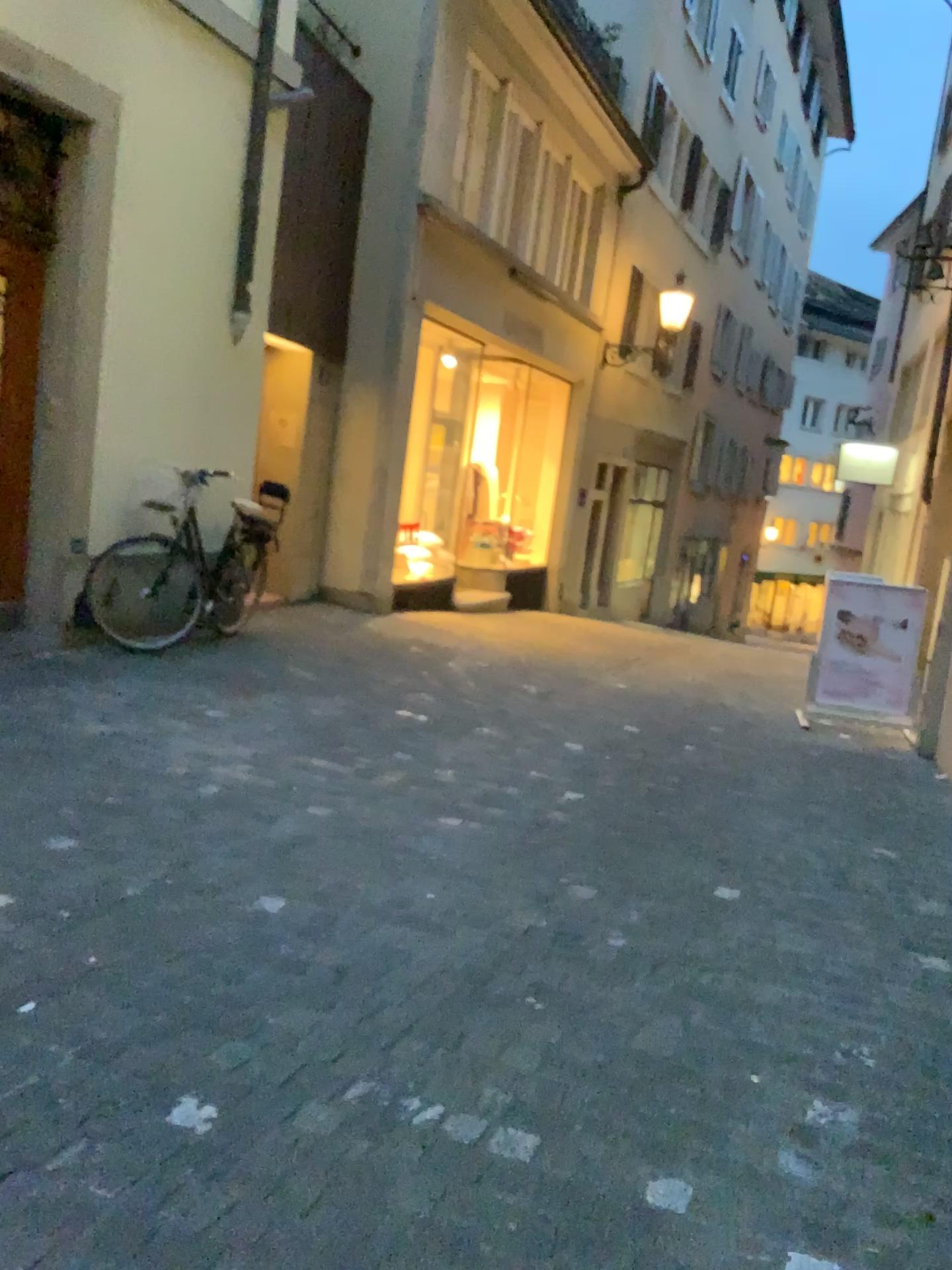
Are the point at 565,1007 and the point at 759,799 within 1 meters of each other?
no
